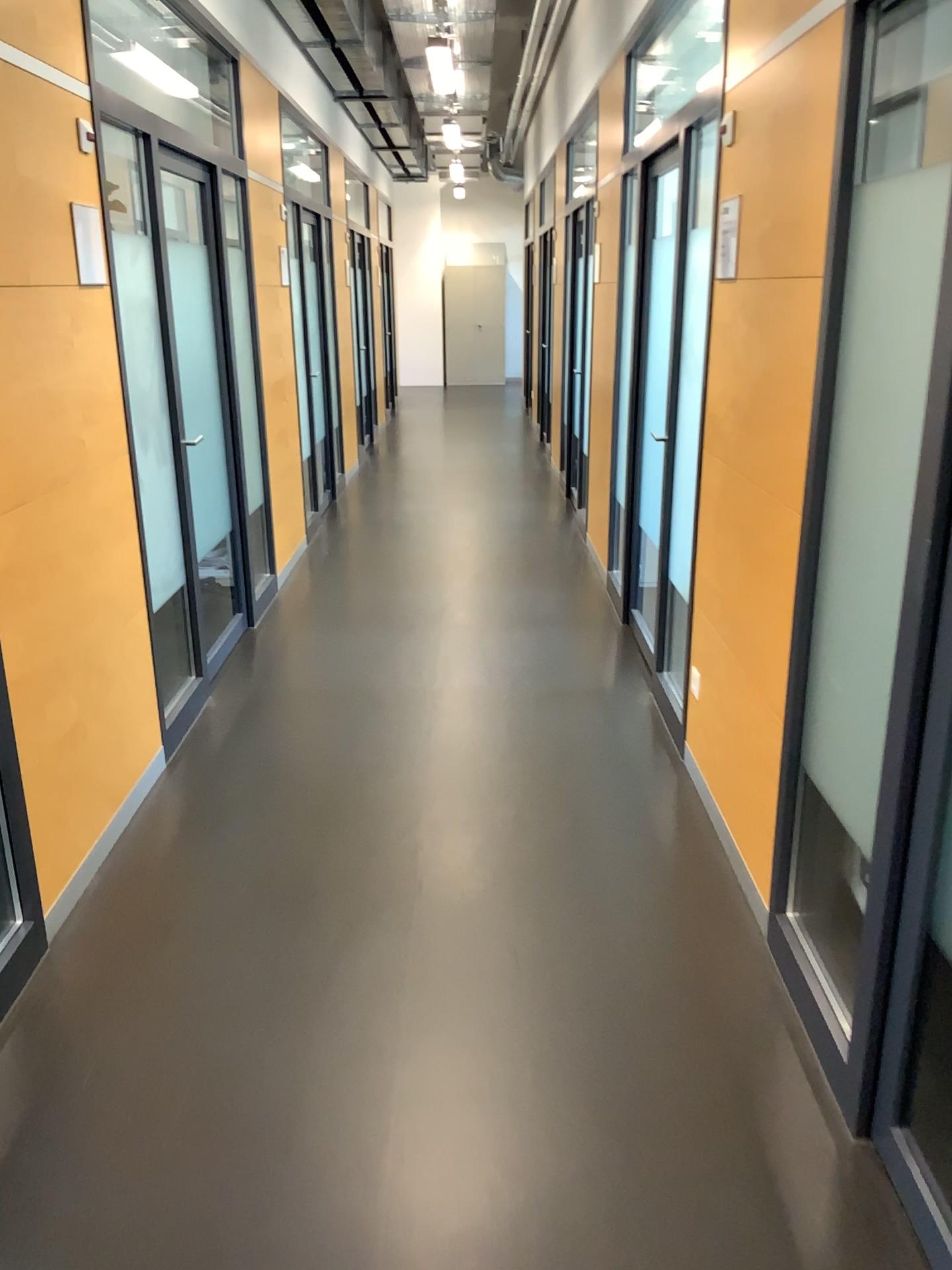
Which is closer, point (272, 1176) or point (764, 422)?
point (272, 1176)
